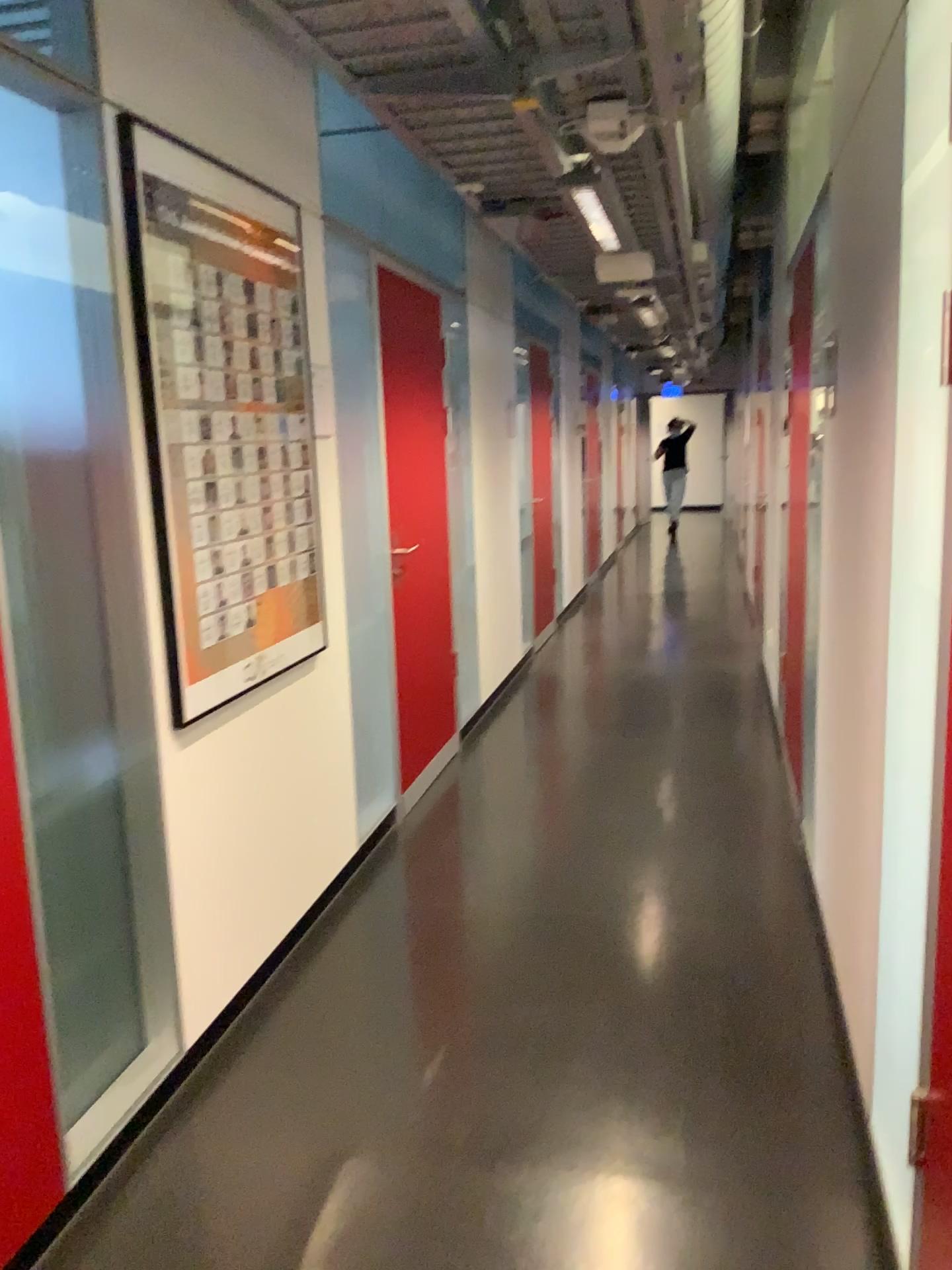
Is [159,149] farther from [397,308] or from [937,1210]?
[937,1210]

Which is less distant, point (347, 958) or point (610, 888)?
point (347, 958)

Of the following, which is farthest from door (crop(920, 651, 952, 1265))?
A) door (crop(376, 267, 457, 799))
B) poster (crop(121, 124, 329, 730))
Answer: door (crop(376, 267, 457, 799))

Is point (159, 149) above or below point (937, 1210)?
above

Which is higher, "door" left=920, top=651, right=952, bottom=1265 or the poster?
the poster

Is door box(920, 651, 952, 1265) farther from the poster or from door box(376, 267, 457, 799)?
door box(376, 267, 457, 799)

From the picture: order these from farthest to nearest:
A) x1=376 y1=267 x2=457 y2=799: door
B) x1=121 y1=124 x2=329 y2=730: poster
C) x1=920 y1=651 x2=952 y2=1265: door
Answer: x1=376 y1=267 x2=457 y2=799: door, x1=121 y1=124 x2=329 y2=730: poster, x1=920 y1=651 x2=952 y2=1265: door

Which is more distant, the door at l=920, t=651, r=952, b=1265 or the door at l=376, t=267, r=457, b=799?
the door at l=376, t=267, r=457, b=799

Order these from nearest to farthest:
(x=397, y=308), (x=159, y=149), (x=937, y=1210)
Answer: (x=937, y=1210)
(x=159, y=149)
(x=397, y=308)
